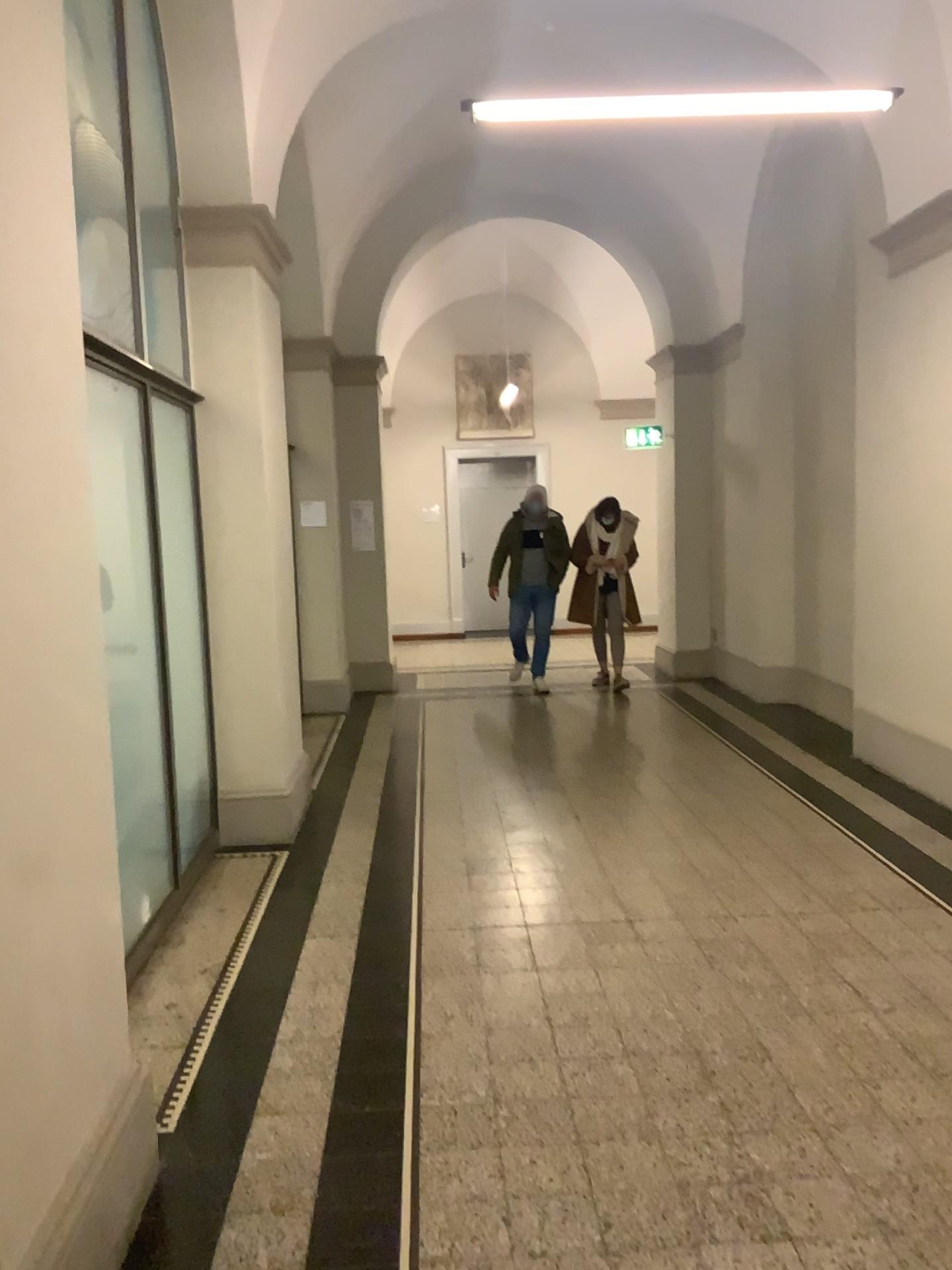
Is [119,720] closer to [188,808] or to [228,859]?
[188,808]
